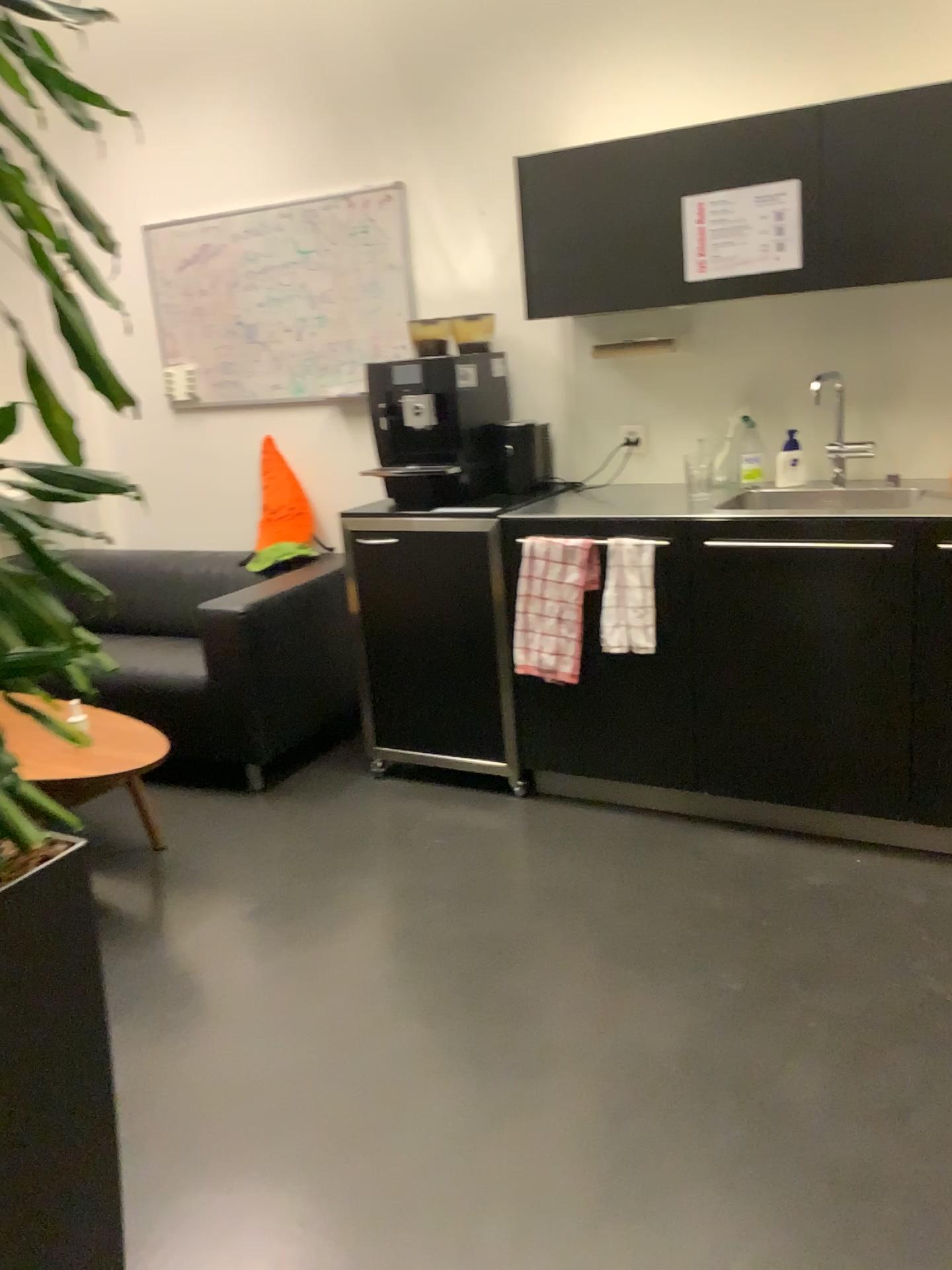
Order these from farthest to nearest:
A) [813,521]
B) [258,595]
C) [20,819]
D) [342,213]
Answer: [342,213] → [258,595] → [813,521] → [20,819]

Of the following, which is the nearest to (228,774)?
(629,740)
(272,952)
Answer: (272,952)

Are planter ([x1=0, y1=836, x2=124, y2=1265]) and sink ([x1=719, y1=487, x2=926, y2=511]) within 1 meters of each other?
no

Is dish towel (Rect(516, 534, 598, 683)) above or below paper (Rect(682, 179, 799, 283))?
below

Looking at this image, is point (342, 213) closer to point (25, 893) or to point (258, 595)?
point (258, 595)

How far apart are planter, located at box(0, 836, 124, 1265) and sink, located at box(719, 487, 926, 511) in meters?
2.0

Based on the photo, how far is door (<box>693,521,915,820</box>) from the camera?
2.6 meters

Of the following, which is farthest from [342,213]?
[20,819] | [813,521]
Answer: [20,819]

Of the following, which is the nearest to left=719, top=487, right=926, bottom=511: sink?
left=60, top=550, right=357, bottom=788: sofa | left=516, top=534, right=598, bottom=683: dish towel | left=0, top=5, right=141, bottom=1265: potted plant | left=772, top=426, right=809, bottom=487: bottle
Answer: left=772, top=426, right=809, bottom=487: bottle

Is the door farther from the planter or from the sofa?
the planter
